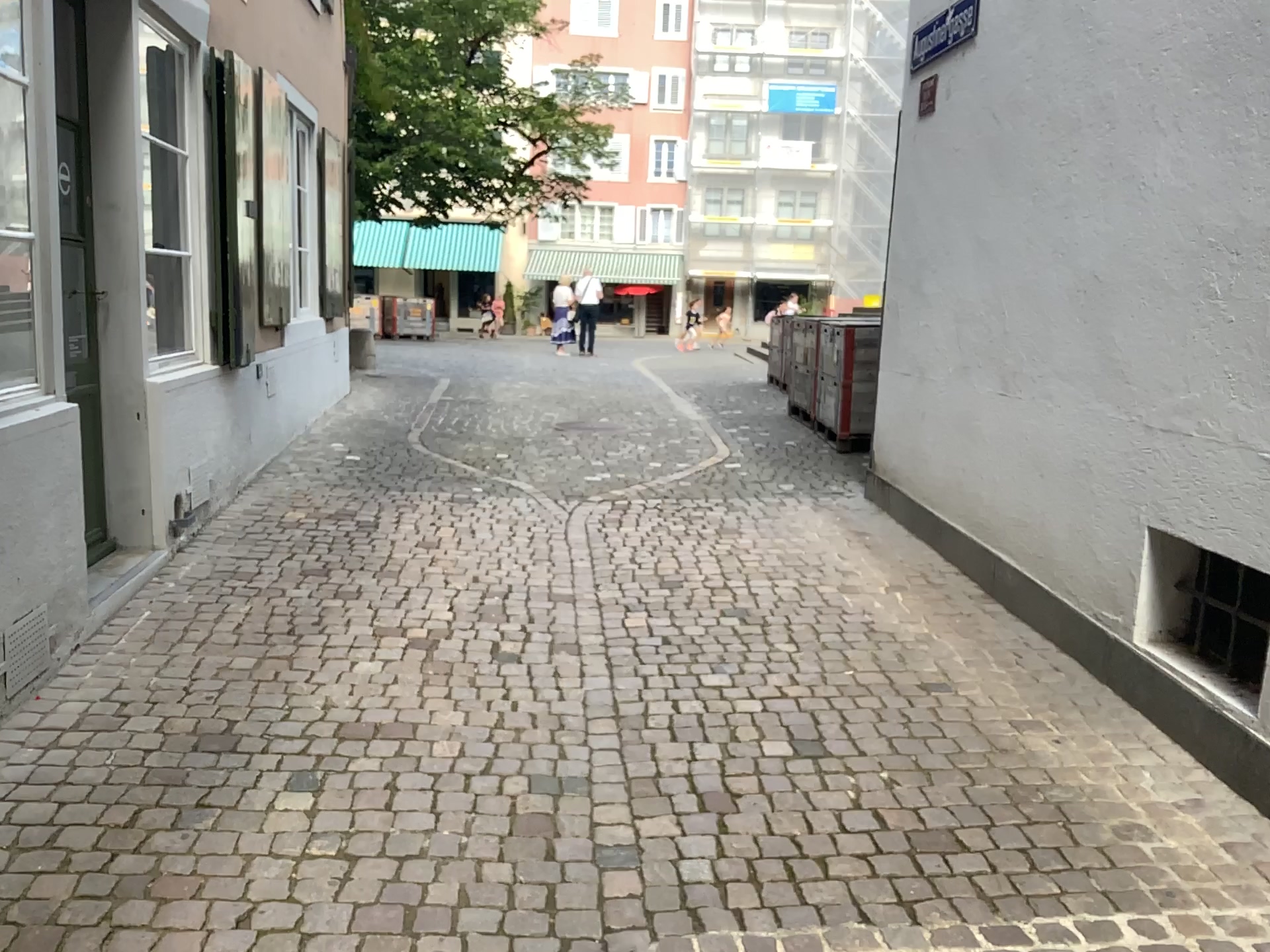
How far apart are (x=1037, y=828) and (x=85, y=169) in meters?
4.0 m

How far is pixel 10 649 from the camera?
3.1 meters

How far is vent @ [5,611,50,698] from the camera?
3.10m
